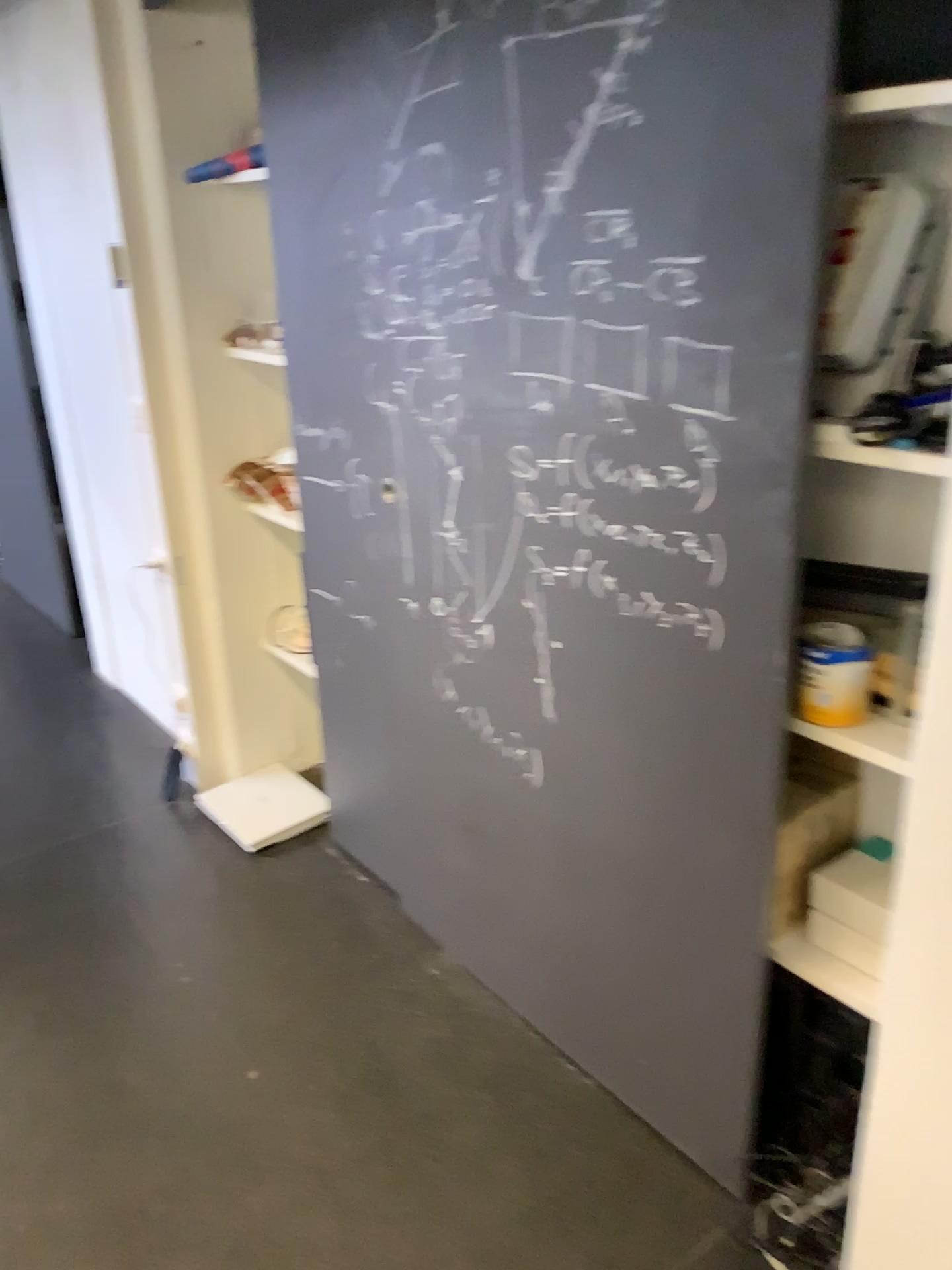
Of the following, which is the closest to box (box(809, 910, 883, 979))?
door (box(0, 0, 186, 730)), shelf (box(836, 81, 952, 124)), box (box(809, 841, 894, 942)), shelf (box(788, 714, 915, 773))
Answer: box (box(809, 841, 894, 942))

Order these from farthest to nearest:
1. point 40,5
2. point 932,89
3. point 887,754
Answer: point 40,5, point 887,754, point 932,89

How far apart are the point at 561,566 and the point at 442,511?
0.3 meters

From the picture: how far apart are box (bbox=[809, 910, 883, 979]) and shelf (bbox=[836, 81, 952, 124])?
1.1 meters

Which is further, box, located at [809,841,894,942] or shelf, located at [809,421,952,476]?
box, located at [809,841,894,942]

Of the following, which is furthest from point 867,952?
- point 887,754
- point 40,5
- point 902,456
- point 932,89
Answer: point 40,5

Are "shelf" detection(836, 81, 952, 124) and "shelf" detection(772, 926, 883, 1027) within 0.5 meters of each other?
no

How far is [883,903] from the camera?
1.58m

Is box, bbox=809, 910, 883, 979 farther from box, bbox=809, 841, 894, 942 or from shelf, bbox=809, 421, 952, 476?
shelf, bbox=809, 421, 952, 476

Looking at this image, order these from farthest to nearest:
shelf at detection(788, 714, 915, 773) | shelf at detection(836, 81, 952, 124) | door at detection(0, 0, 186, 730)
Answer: door at detection(0, 0, 186, 730), shelf at detection(788, 714, 915, 773), shelf at detection(836, 81, 952, 124)
